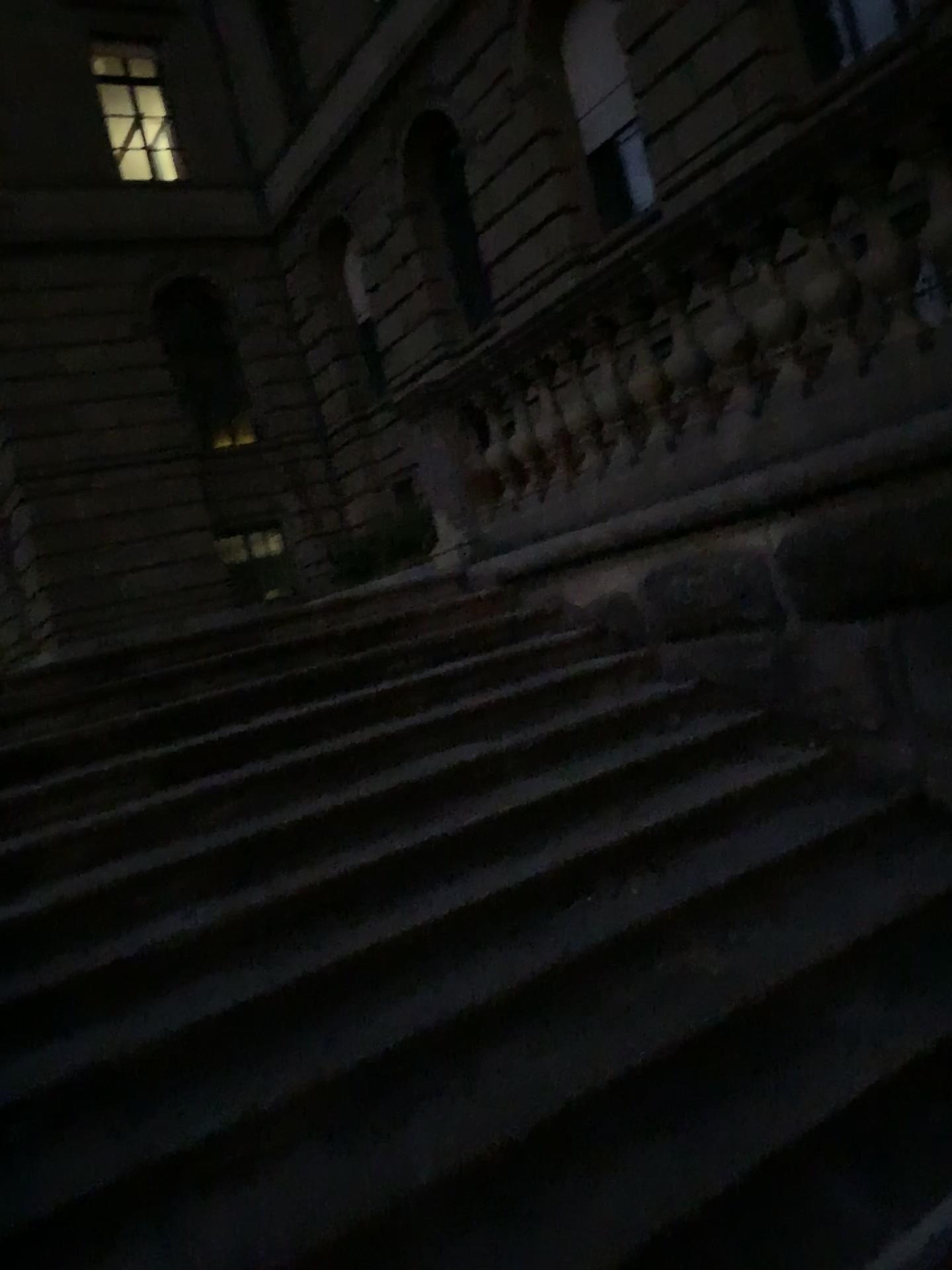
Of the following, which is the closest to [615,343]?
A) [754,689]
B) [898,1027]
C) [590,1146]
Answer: [754,689]
